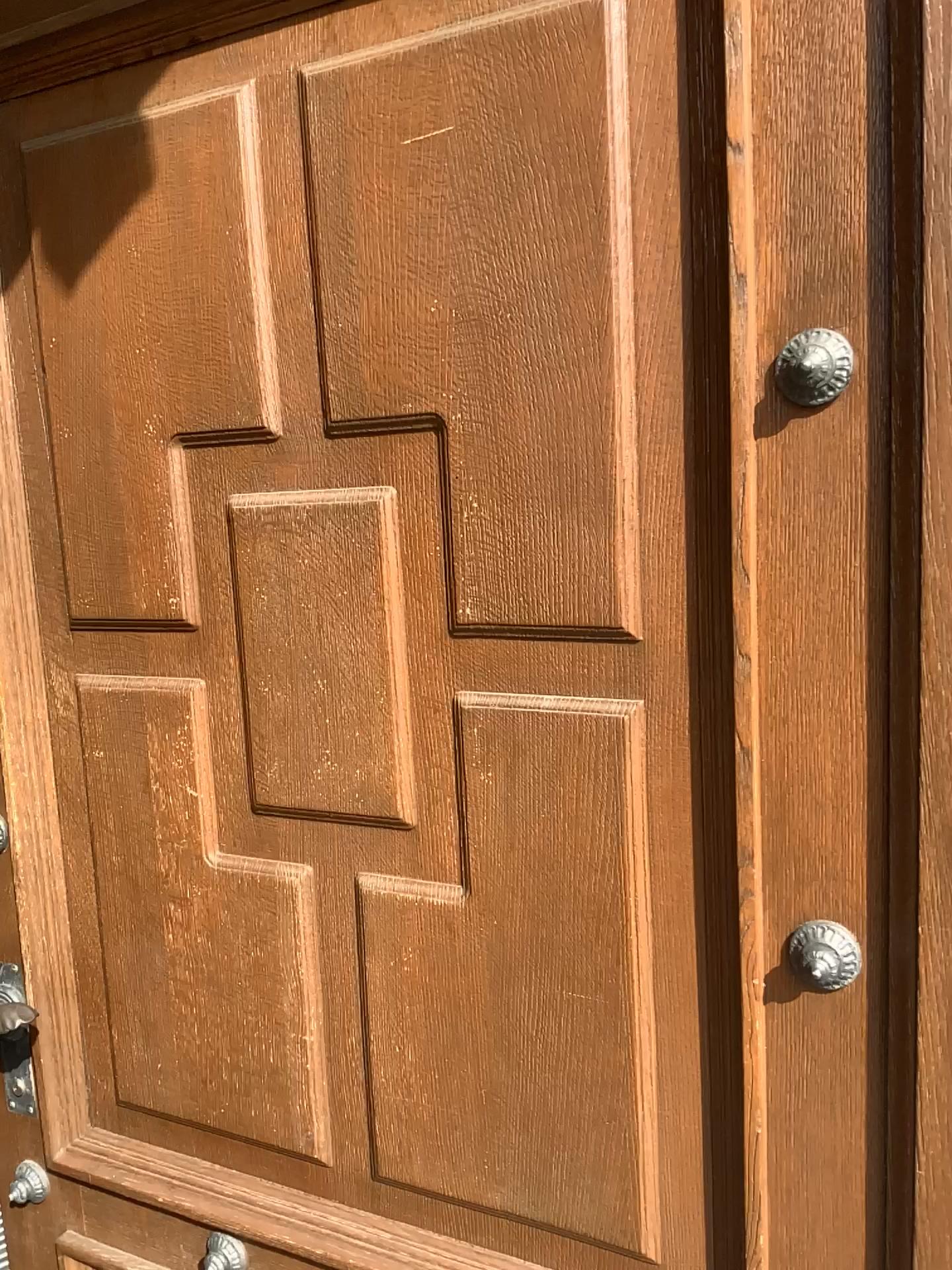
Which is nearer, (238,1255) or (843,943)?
(843,943)

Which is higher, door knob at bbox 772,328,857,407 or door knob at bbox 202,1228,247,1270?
door knob at bbox 772,328,857,407

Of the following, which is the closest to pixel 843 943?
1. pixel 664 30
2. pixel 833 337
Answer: pixel 833 337

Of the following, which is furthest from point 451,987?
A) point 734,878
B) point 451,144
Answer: point 451,144

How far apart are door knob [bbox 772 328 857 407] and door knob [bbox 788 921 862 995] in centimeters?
47cm

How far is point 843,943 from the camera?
0.9m

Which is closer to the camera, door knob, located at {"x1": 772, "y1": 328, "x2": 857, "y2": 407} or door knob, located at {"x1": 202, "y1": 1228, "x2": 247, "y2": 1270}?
door knob, located at {"x1": 772, "y1": 328, "x2": 857, "y2": 407}

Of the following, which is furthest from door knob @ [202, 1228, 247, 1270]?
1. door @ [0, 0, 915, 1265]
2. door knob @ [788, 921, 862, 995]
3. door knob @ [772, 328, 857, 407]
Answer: door knob @ [772, 328, 857, 407]

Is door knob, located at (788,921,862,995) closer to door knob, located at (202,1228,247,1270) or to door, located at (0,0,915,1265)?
door, located at (0,0,915,1265)

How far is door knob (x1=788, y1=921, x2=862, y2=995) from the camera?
0.9m
